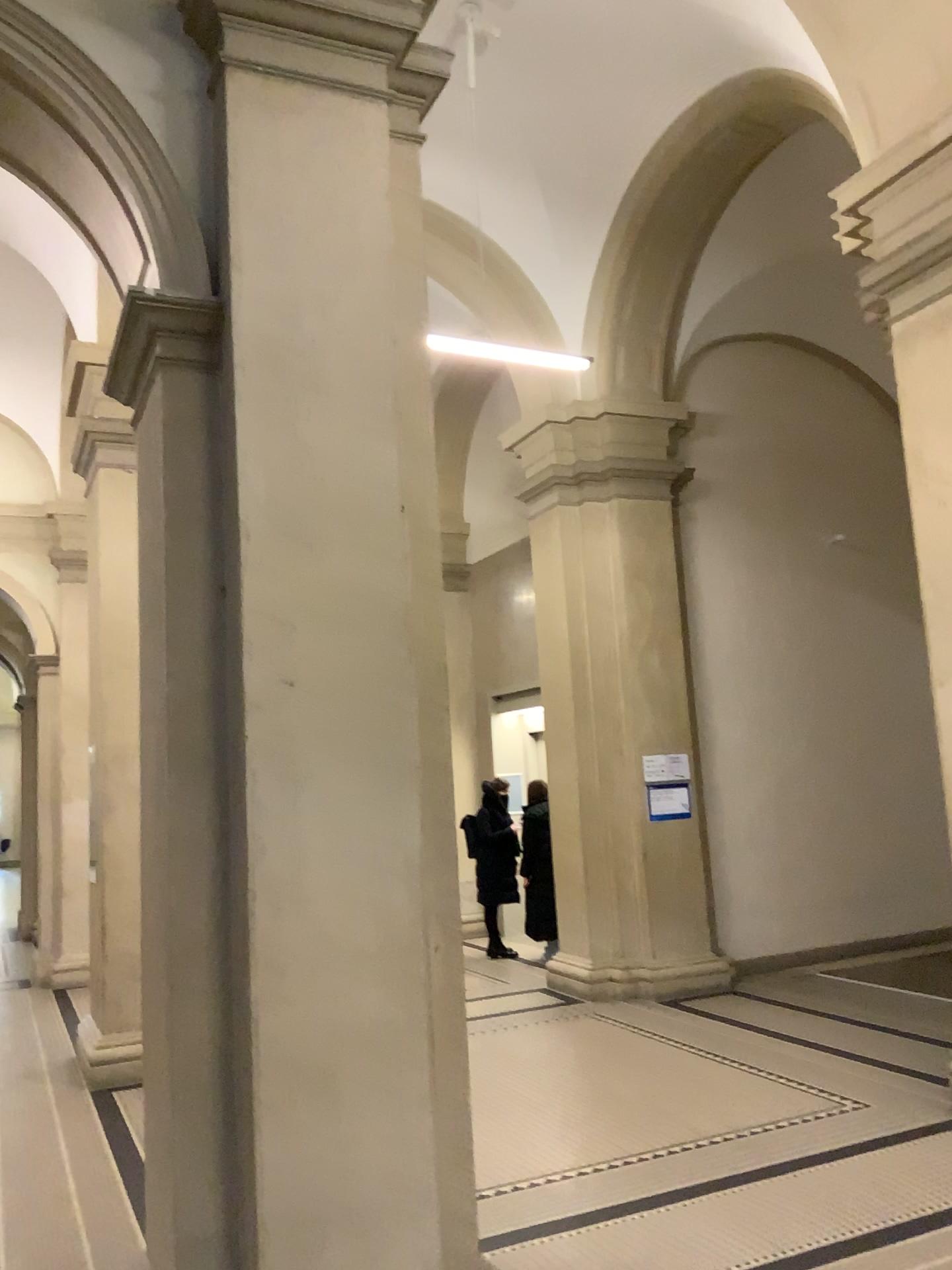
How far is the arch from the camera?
3.2 meters

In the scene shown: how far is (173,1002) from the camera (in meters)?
3.00

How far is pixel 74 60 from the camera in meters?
A: 3.2
